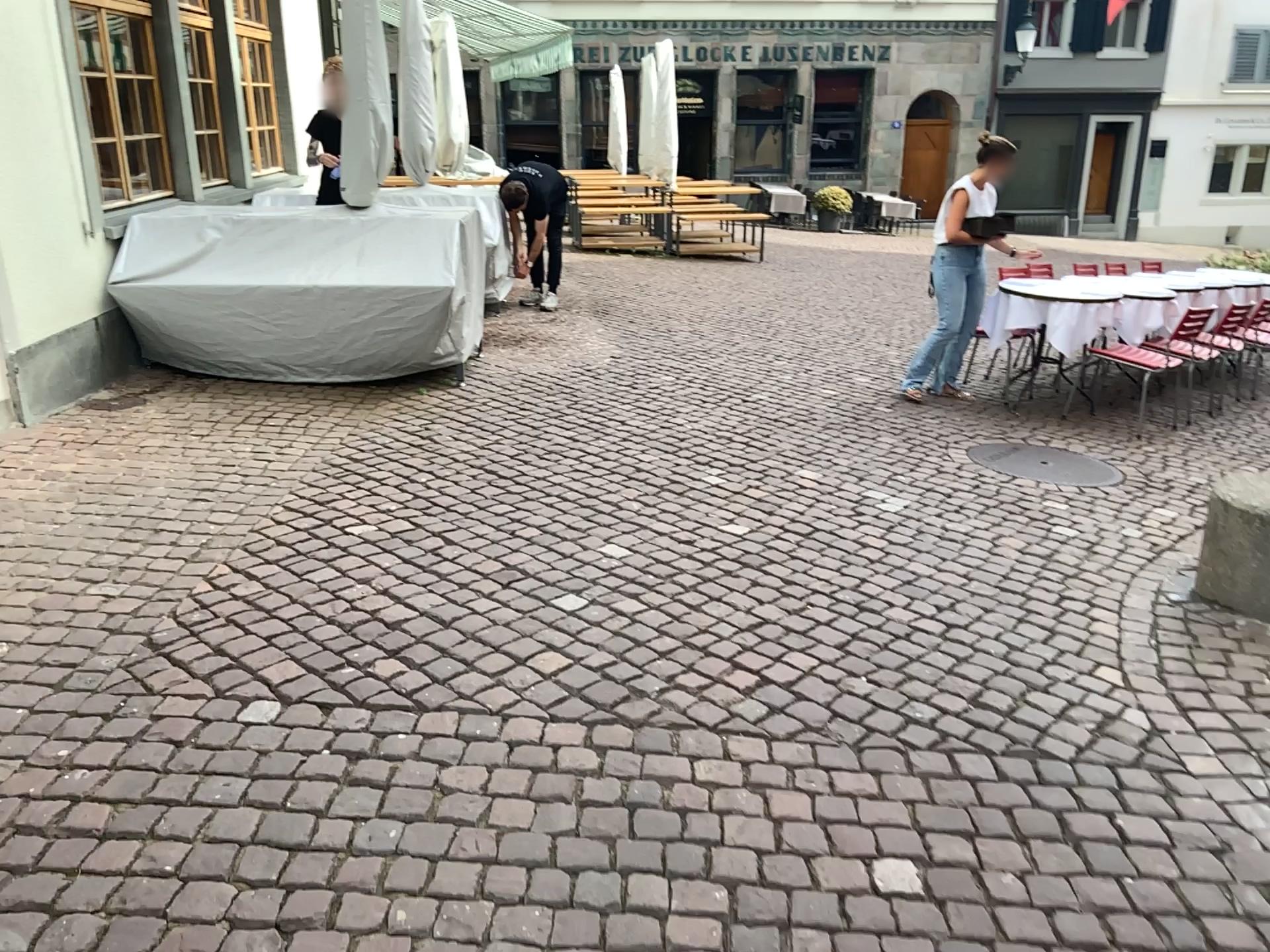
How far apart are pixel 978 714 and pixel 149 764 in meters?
2.1
